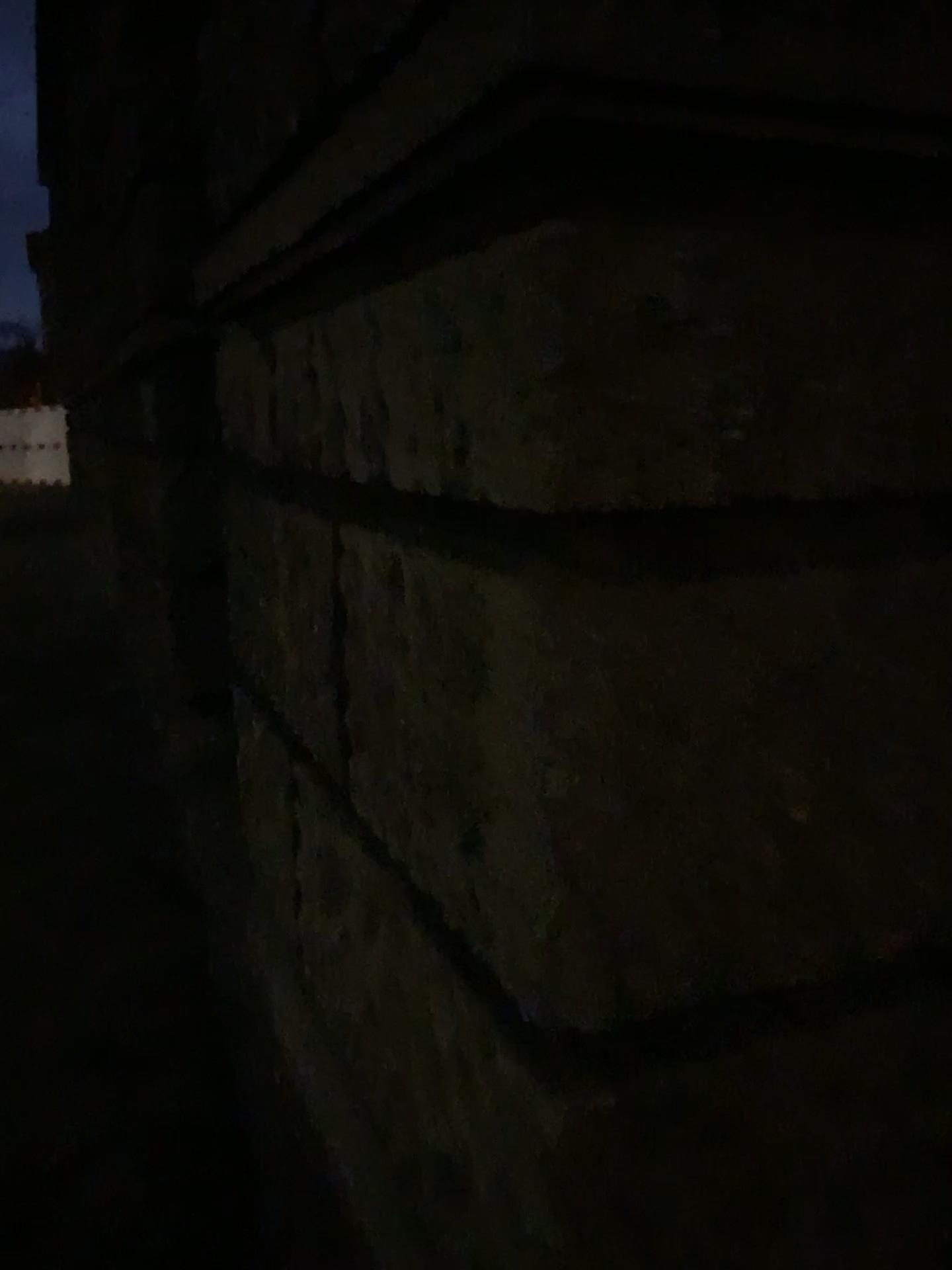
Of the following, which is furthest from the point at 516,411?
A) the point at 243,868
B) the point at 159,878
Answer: the point at 159,878
